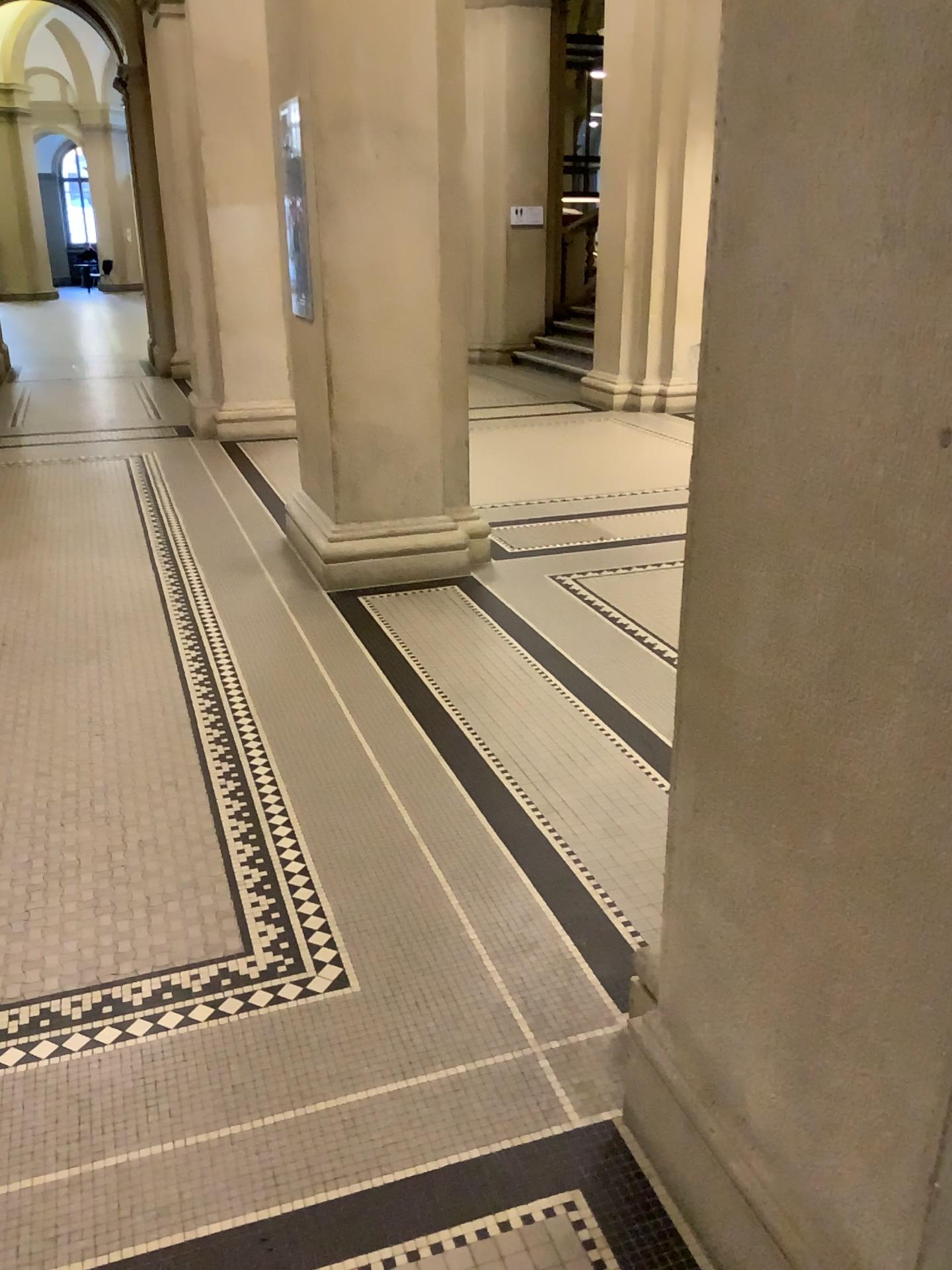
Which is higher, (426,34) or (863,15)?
(426,34)

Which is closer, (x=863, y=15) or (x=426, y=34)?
(x=863, y=15)

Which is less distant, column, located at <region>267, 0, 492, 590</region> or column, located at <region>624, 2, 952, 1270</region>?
column, located at <region>624, 2, 952, 1270</region>

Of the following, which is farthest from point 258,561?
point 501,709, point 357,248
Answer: point 501,709
